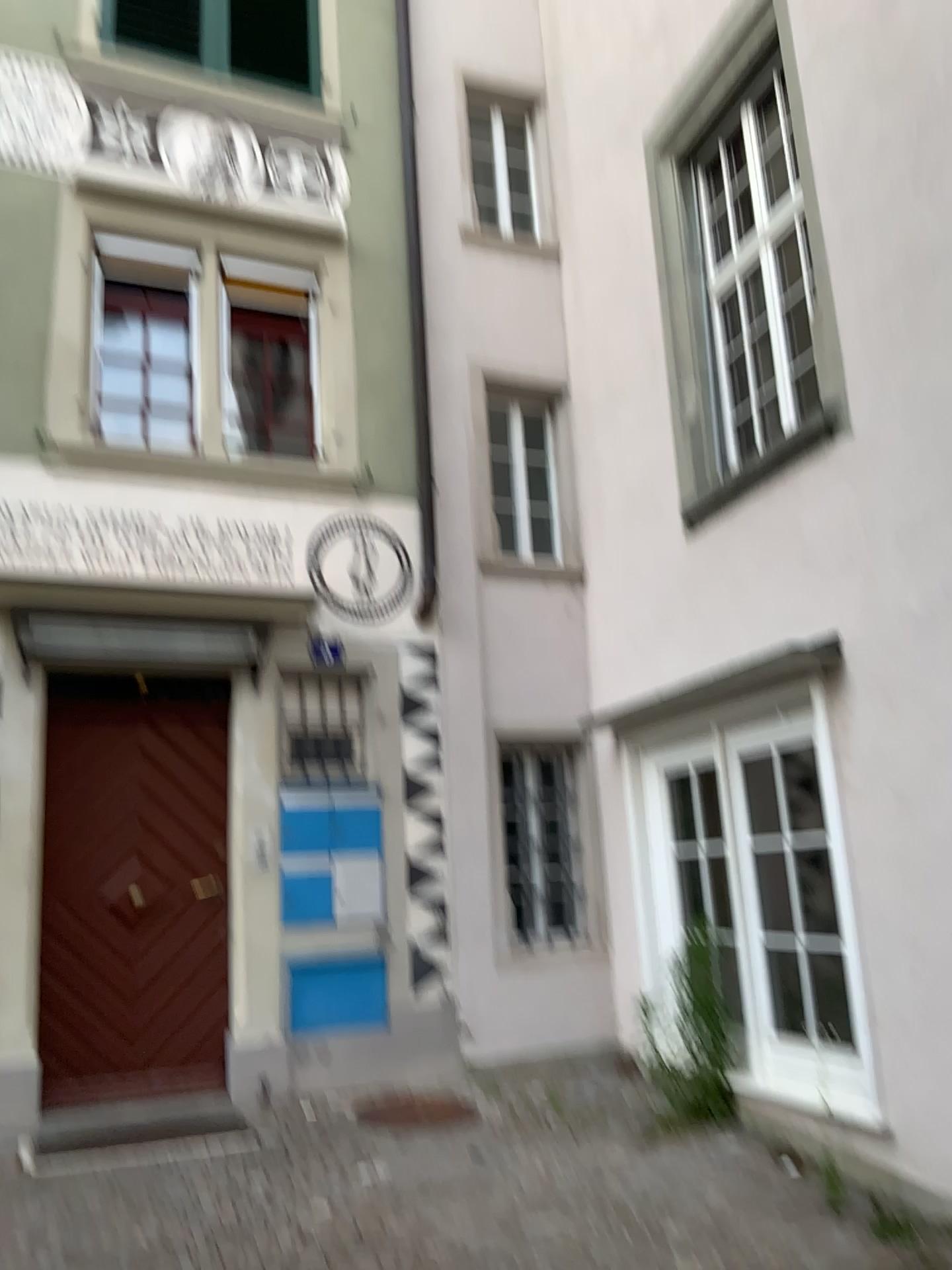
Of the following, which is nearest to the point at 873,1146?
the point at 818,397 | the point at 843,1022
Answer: the point at 843,1022
